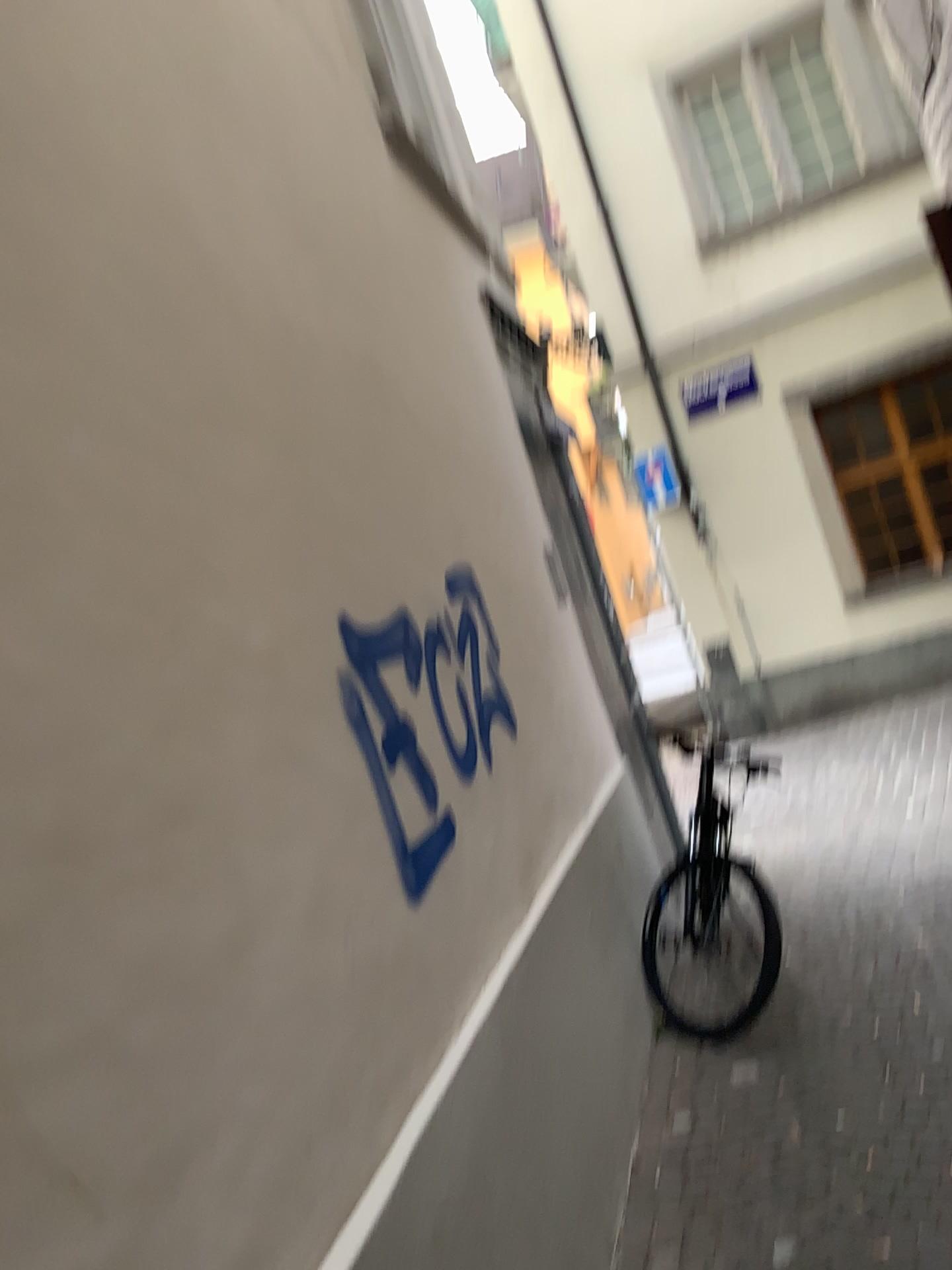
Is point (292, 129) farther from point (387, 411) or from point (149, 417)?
point (149, 417)
